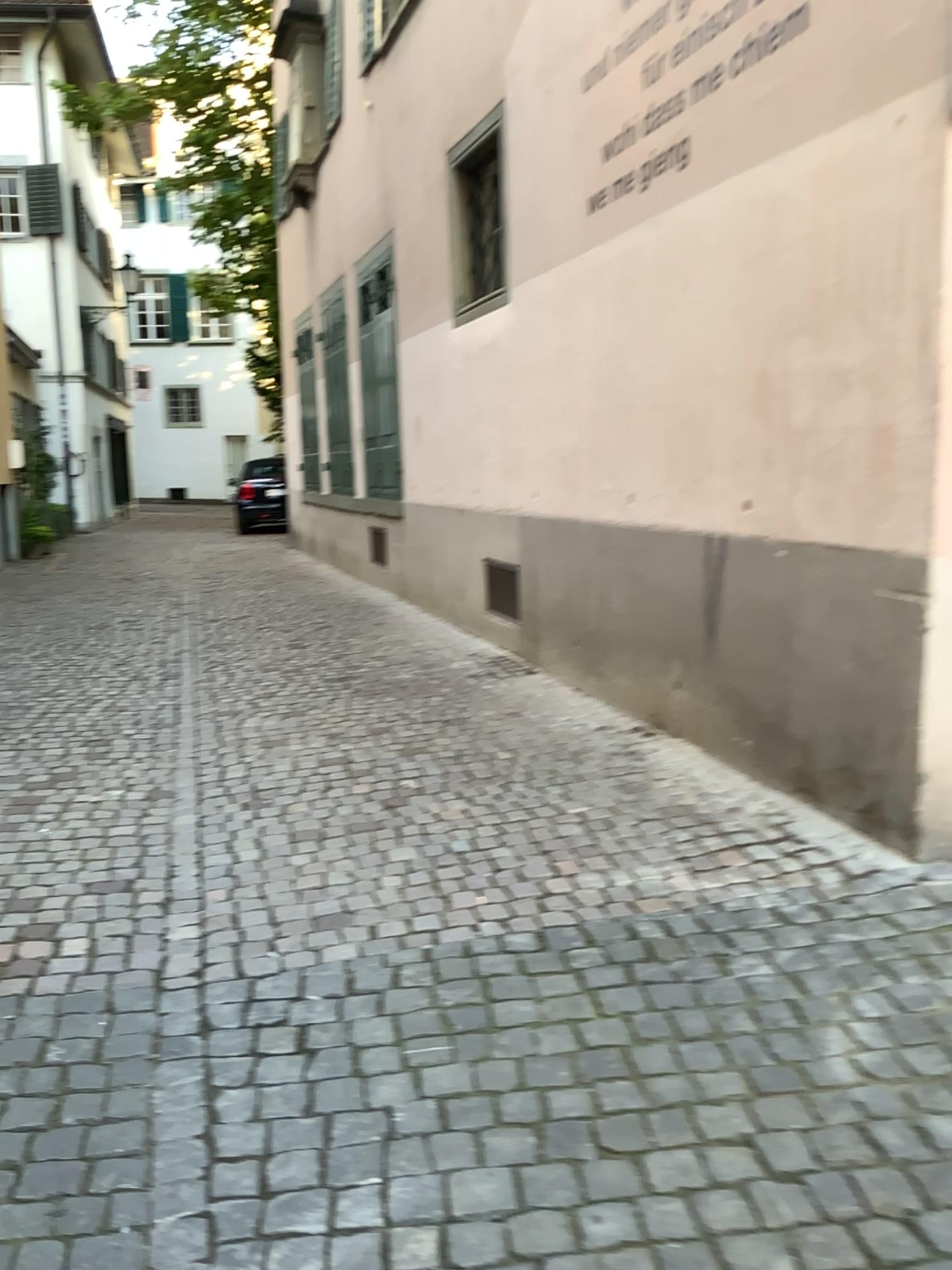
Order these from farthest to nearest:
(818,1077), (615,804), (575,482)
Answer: (575,482) < (615,804) < (818,1077)
